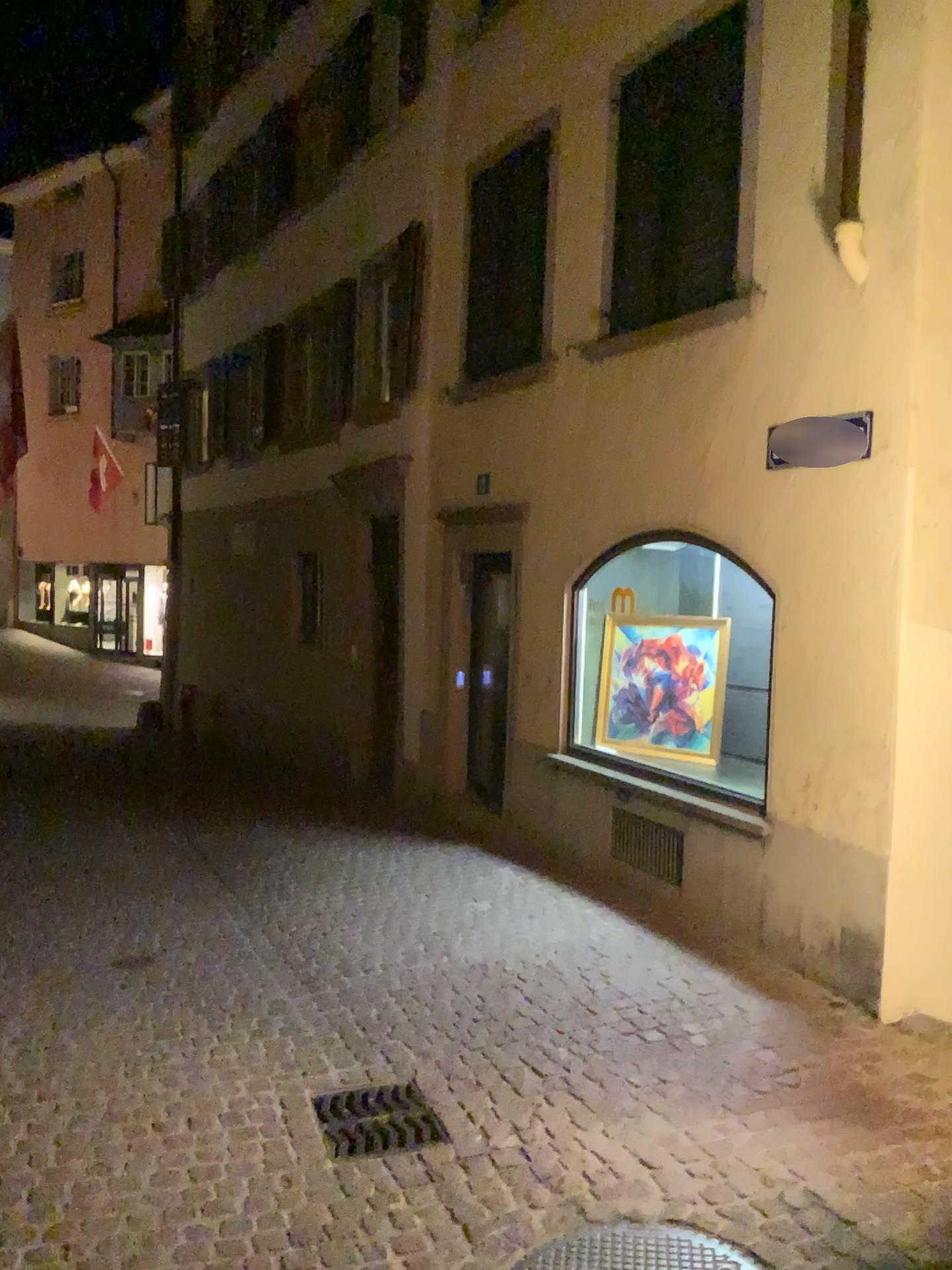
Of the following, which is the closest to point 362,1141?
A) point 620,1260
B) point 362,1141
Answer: point 362,1141

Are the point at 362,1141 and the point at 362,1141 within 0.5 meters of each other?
yes

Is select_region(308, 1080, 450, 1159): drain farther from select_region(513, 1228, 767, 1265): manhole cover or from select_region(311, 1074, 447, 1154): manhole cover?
select_region(513, 1228, 767, 1265): manhole cover

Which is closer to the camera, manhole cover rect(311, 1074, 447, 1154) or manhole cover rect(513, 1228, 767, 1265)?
manhole cover rect(513, 1228, 767, 1265)

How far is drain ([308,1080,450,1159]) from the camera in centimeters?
343cm

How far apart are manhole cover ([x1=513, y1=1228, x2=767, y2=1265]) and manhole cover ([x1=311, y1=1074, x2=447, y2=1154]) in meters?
0.7

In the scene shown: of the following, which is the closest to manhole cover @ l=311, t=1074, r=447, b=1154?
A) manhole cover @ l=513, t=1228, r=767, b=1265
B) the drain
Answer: the drain

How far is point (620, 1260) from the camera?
2.8m

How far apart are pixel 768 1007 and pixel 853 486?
2.3m
